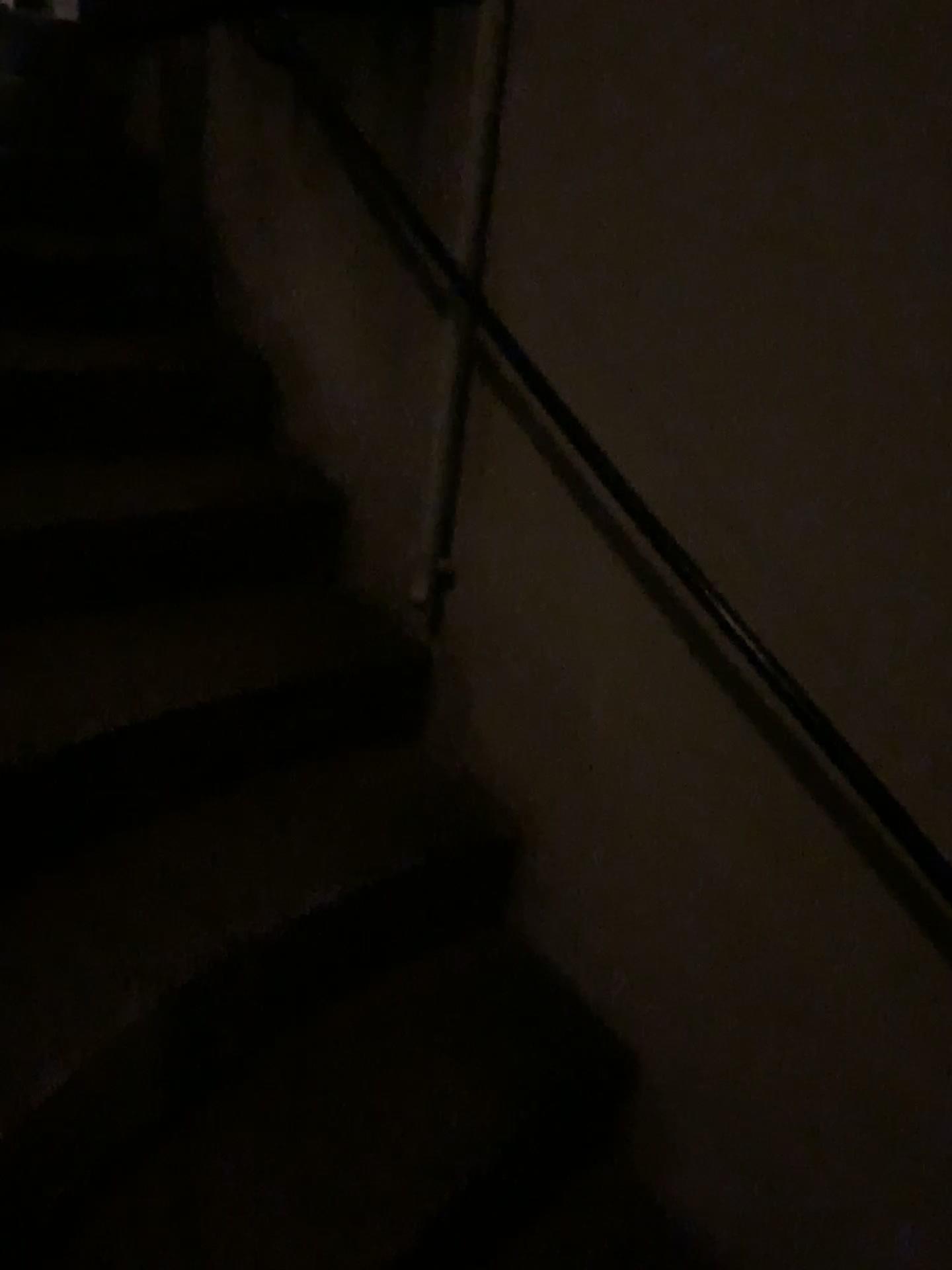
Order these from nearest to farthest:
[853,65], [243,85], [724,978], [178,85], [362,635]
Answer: [853,65], [724,978], [362,635], [243,85], [178,85]

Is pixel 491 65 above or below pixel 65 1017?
above
